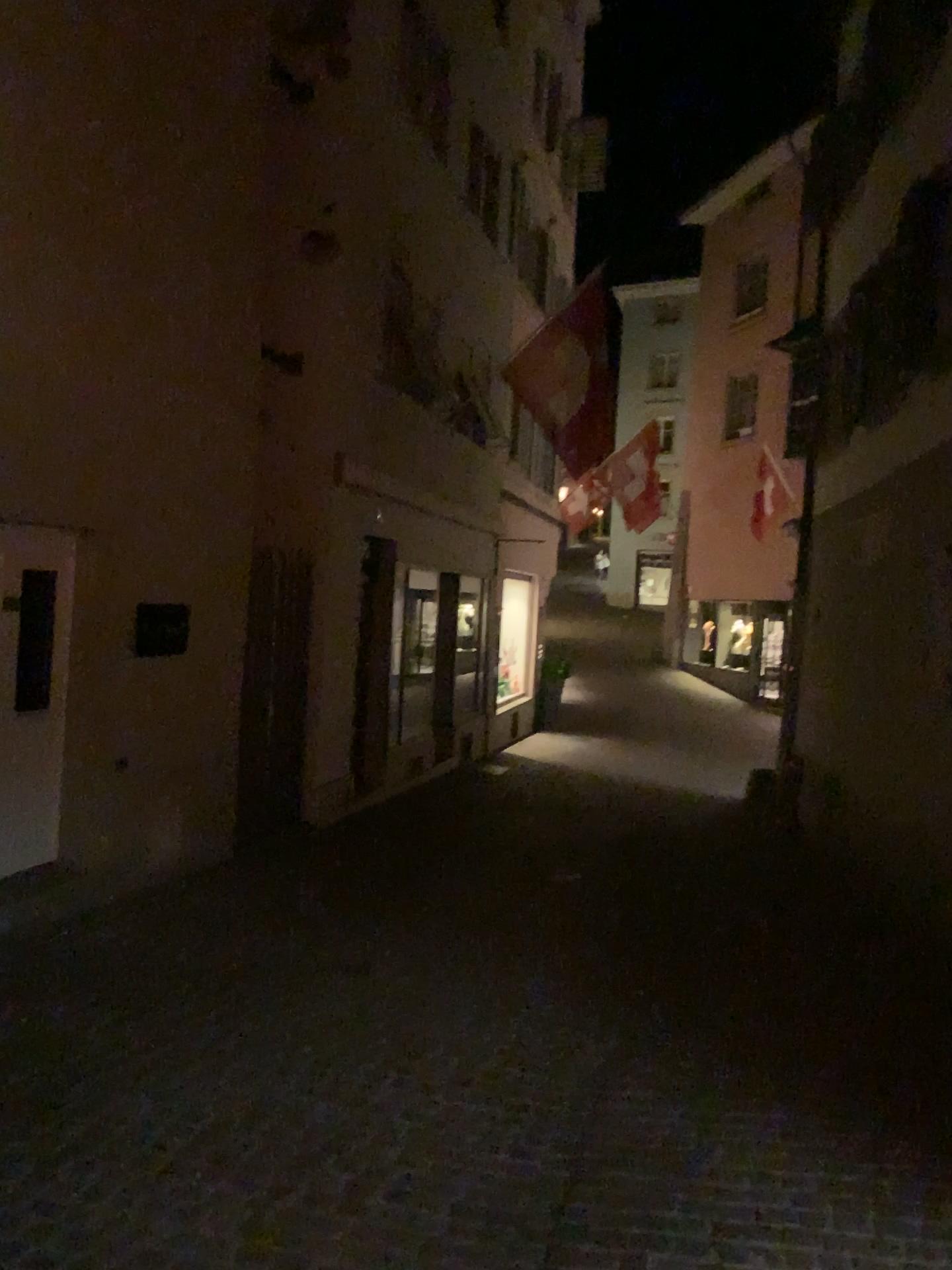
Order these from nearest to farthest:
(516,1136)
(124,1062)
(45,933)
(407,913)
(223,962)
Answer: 1. (516,1136)
2. (124,1062)
3. (223,962)
4. (45,933)
5. (407,913)
